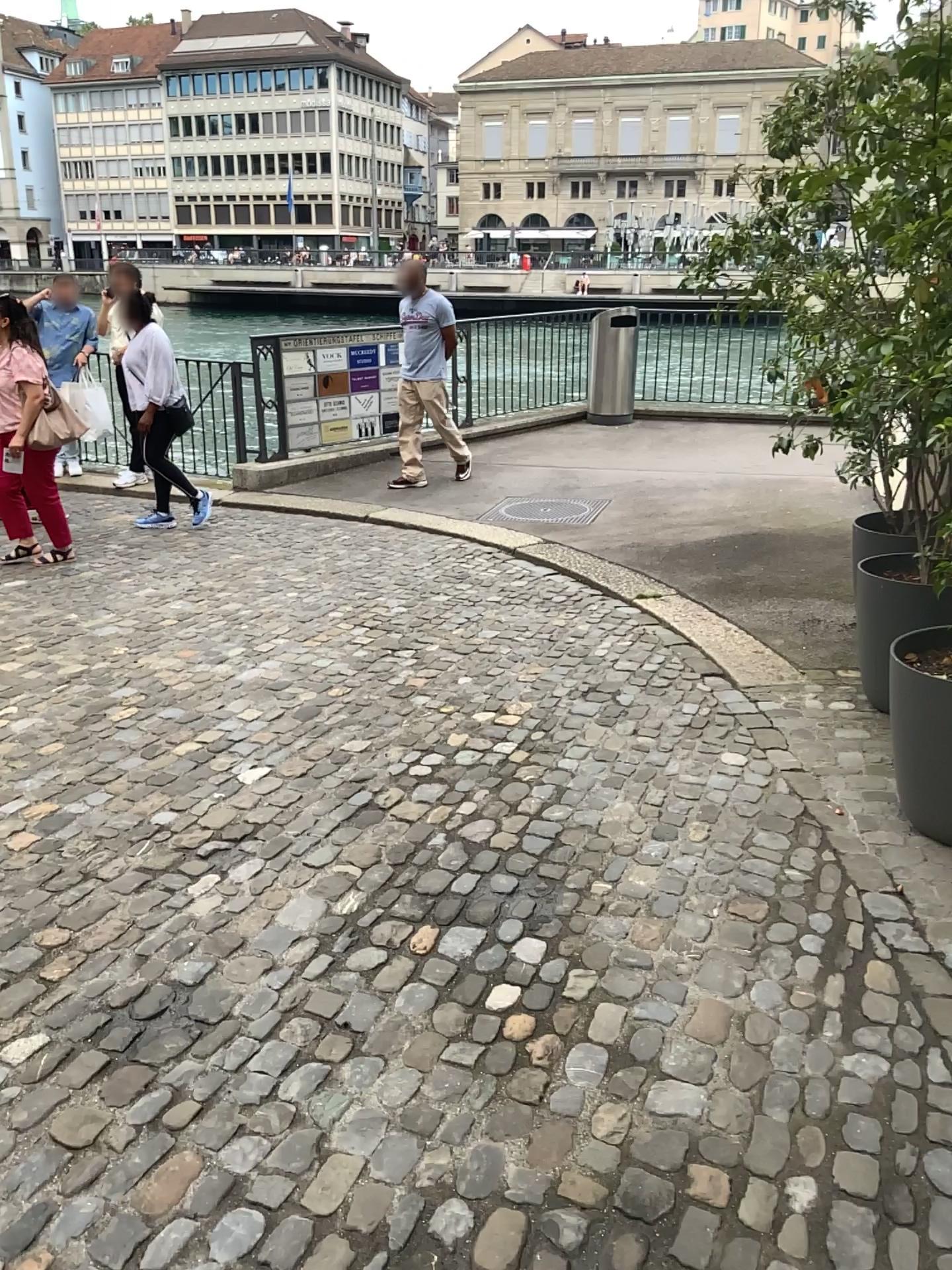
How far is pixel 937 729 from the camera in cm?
291

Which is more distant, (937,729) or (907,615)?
(907,615)

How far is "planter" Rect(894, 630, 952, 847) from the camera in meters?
2.9

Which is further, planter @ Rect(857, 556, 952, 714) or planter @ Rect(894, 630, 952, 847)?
planter @ Rect(857, 556, 952, 714)

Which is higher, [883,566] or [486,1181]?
[883,566]
